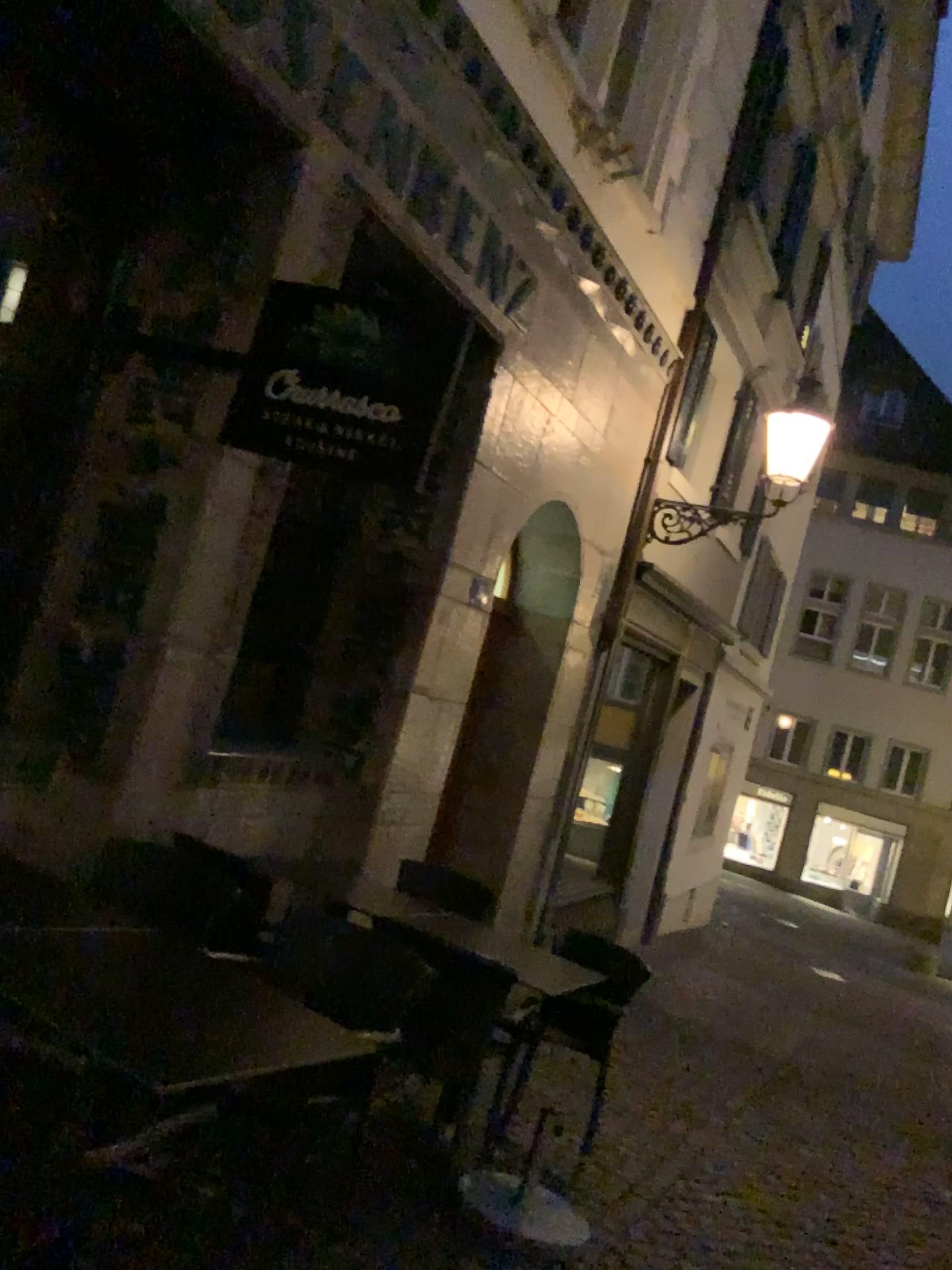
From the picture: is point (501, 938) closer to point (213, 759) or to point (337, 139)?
point (213, 759)
